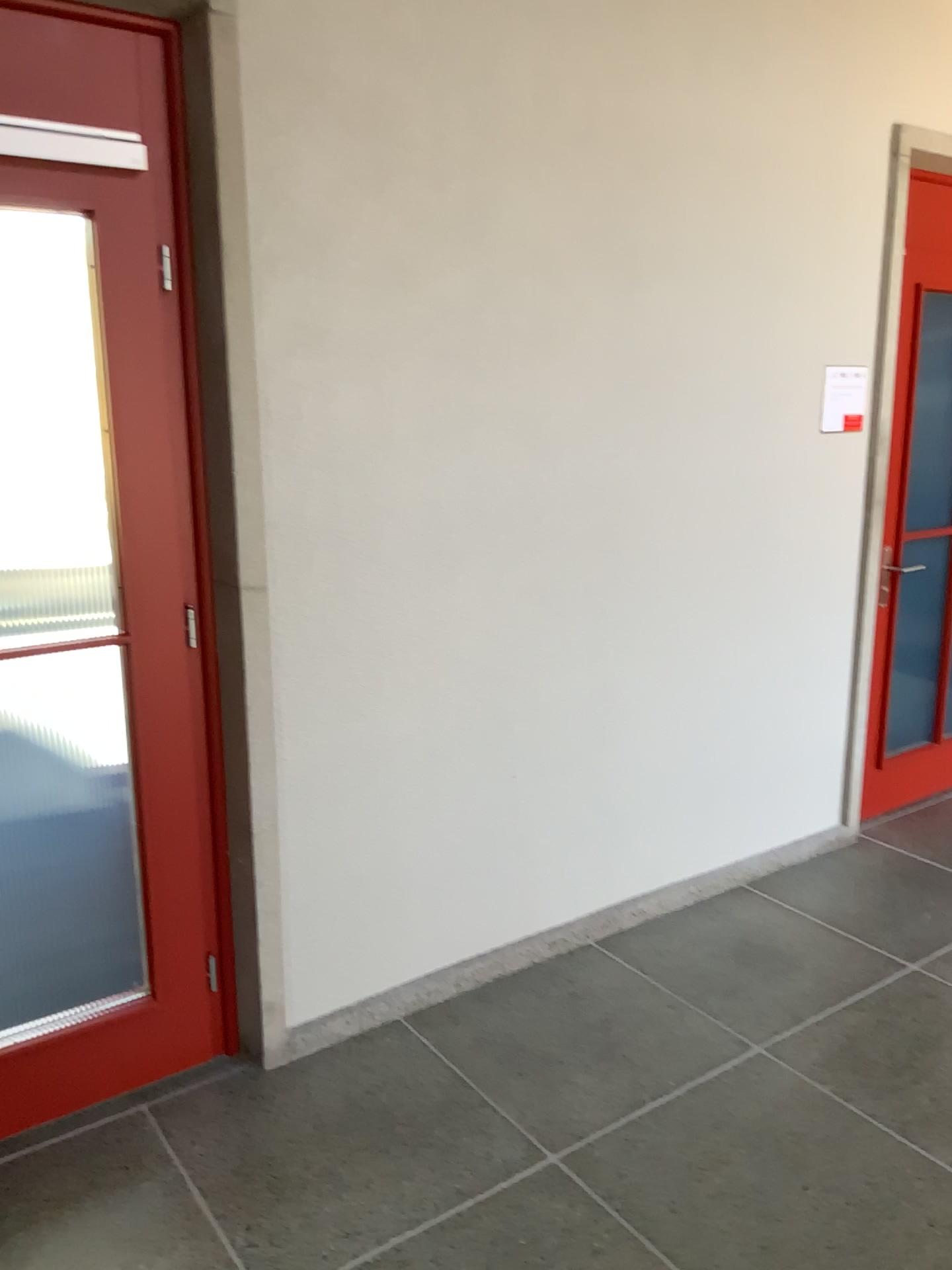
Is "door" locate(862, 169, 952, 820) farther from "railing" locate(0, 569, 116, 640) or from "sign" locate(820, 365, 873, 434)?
"railing" locate(0, 569, 116, 640)

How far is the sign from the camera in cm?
349

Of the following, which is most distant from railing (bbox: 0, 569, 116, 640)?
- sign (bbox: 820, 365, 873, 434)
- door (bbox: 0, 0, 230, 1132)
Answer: sign (bbox: 820, 365, 873, 434)

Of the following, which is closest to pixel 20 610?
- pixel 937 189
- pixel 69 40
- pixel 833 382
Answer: pixel 69 40

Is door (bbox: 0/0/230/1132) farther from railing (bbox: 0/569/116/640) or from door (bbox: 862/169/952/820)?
door (bbox: 862/169/952/820)

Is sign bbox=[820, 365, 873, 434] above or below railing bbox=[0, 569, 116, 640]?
above

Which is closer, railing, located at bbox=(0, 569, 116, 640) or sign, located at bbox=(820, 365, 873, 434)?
railing, located at bbox=(0, 569, 116, 640)

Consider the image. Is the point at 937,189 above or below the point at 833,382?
above

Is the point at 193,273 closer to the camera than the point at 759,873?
Yes

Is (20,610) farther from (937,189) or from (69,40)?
(937,189)
